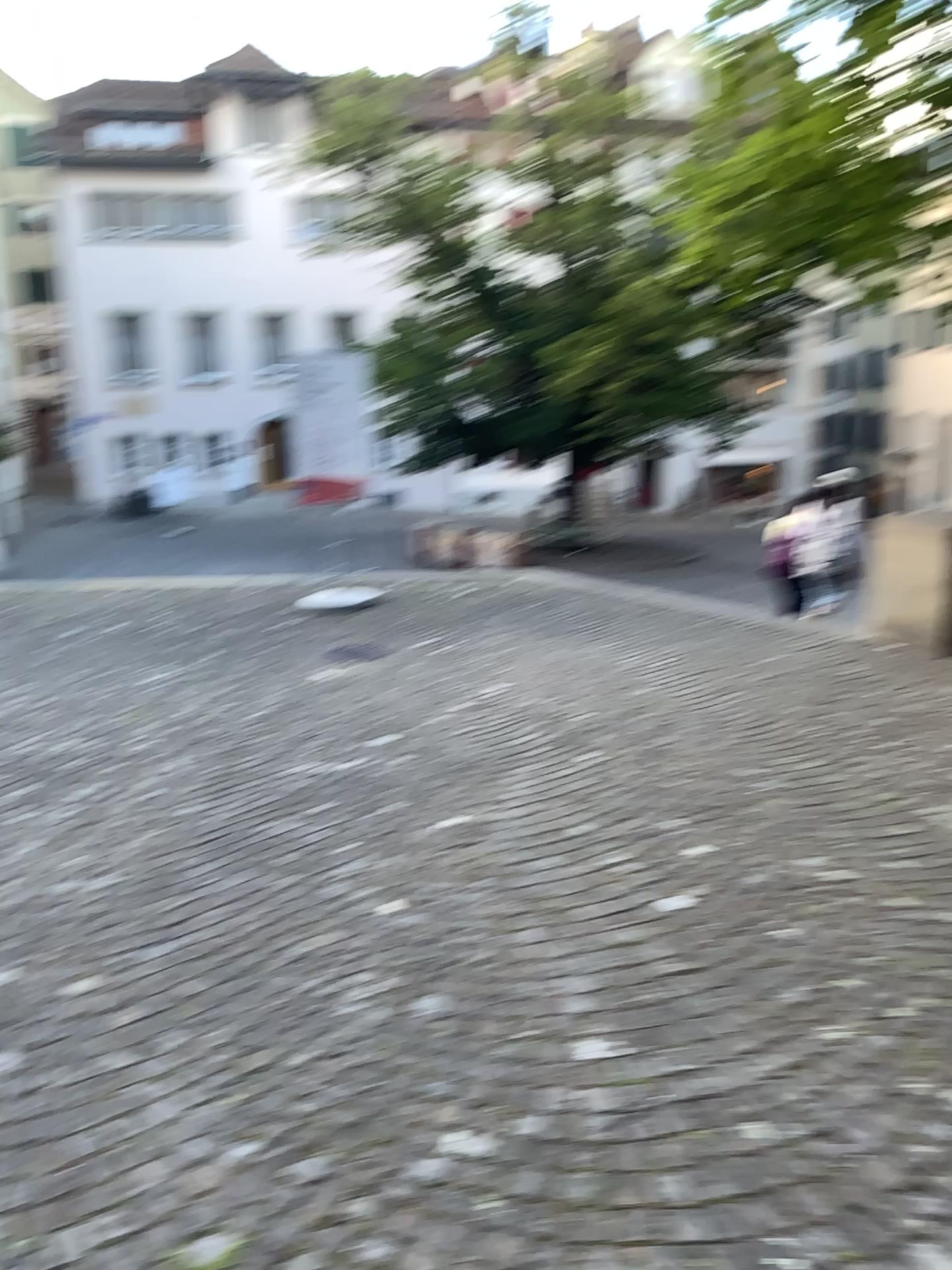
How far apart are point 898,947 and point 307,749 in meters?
2.9
